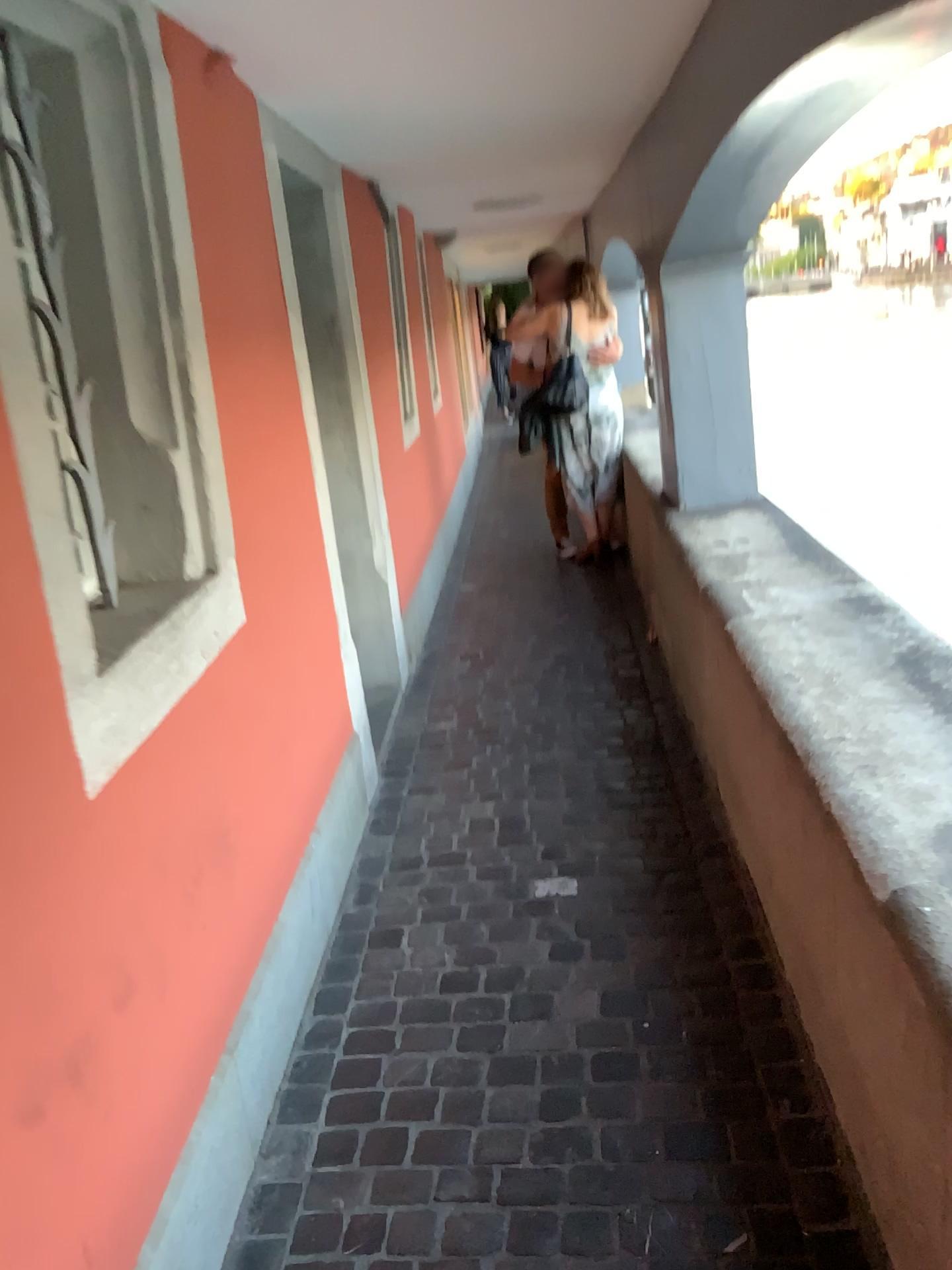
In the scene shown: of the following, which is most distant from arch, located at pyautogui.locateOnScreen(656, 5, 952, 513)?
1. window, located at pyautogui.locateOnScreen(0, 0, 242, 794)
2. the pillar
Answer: window, located at pyautogui.locateOnScreen(0, 0, 242, 794)

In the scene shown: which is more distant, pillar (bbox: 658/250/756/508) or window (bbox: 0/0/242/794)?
pillar (bbox: 658/250/756/508)

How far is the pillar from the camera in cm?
377

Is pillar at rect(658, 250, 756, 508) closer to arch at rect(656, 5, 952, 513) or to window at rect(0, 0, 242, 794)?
arch at rect(656, 5, 952, 513)

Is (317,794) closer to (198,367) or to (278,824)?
(278,824)

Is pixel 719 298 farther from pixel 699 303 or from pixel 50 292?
pixel 50 292

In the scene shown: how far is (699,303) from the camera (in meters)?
3.77

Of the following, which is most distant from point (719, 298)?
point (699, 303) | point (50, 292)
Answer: point (50, 292)
